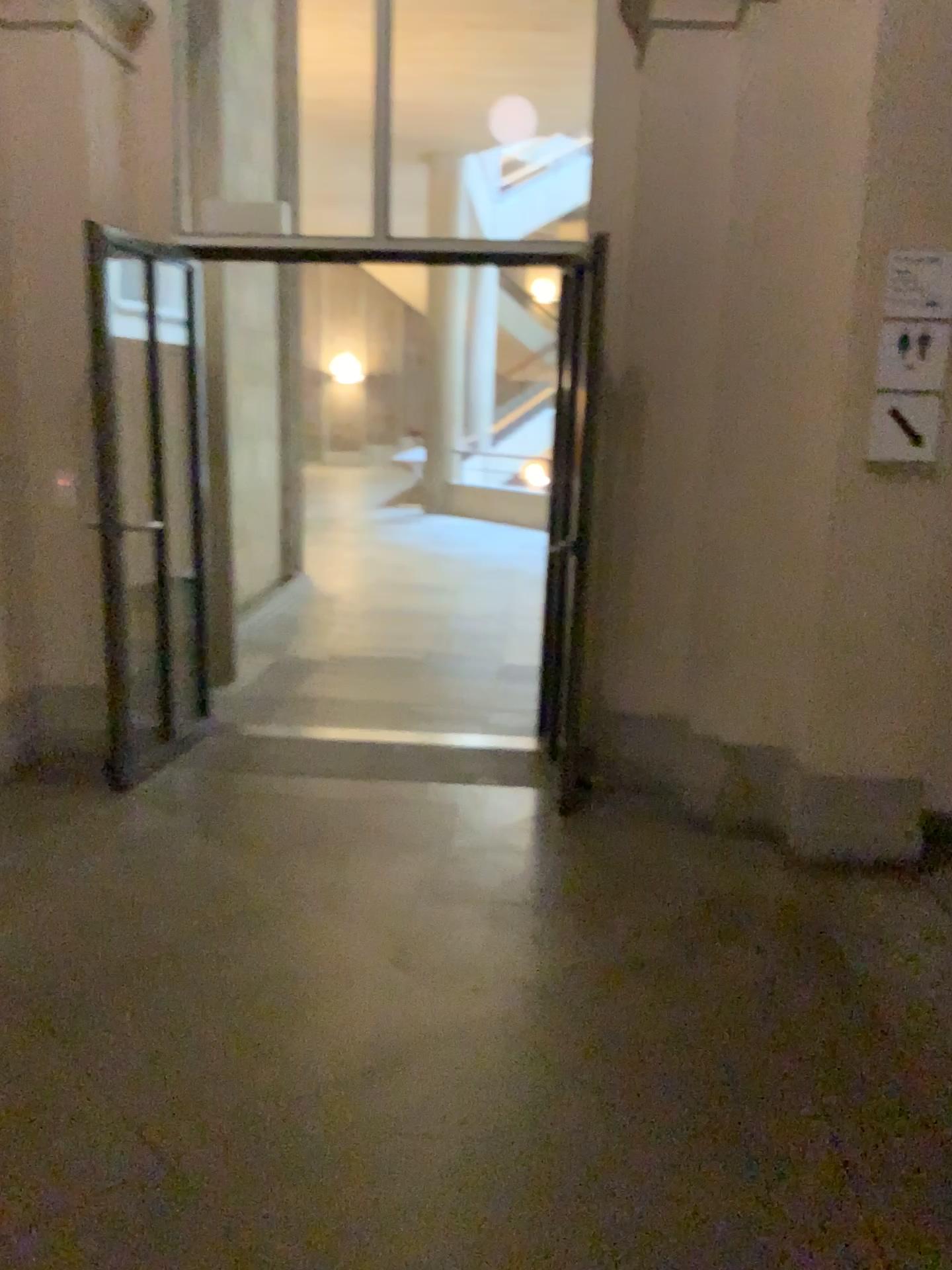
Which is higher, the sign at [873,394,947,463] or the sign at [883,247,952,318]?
the sign at [883,247,952,318]

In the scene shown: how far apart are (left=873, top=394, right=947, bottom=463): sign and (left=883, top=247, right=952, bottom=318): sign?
0.3m

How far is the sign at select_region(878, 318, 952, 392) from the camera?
3.23m

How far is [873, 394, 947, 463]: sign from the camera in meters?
3.3 m

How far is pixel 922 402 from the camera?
3.3m

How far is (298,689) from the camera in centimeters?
546cm

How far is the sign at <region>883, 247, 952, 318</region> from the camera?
3.2 meters

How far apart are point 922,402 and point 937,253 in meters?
0.4

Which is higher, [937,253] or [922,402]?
[937,253]
